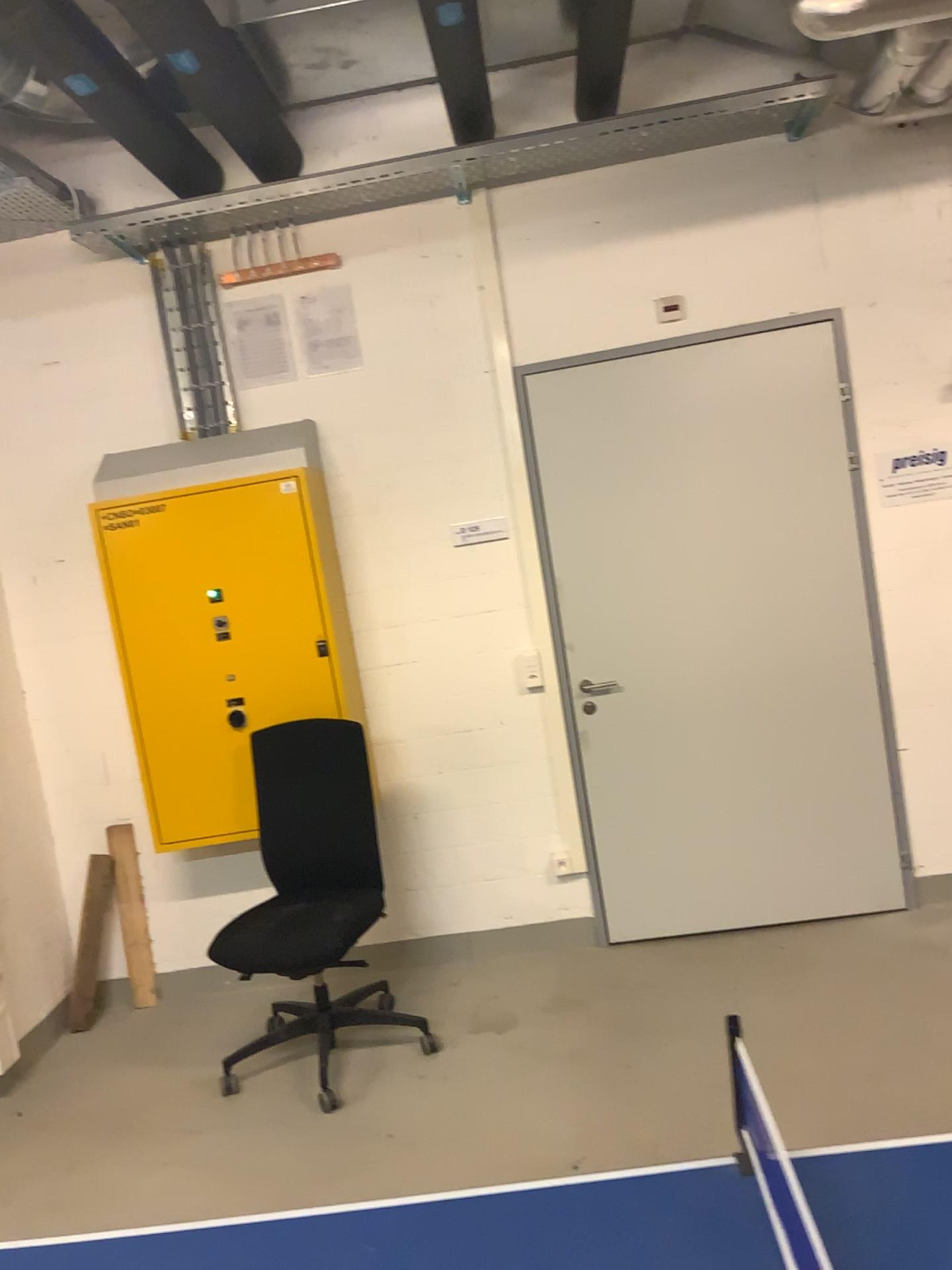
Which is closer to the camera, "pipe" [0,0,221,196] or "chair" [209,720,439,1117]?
"pipe" [0,0,221,196]

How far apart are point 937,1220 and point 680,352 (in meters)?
3.17

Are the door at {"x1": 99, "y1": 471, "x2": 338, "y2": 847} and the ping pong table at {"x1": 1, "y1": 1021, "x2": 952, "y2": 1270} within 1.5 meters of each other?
no

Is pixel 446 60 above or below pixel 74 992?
above

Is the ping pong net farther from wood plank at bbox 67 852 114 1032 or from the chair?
wood plank at bbox 67 852 114 1032

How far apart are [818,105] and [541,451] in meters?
1.5 m

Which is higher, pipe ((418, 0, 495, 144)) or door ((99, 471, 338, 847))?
pipe ((418, 0, 495, 144))

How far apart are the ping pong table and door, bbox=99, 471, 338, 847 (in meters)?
2.36

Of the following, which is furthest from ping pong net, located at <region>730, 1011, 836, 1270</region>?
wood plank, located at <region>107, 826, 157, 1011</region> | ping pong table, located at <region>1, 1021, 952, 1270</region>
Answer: wood plank, located at <region>107, 826, 157, 1011</region>

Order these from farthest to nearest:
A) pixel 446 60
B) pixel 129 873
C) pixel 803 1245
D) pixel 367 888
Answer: pixel 129 873, pixel 446 60, pixel 367 888, pixel 803 1245
